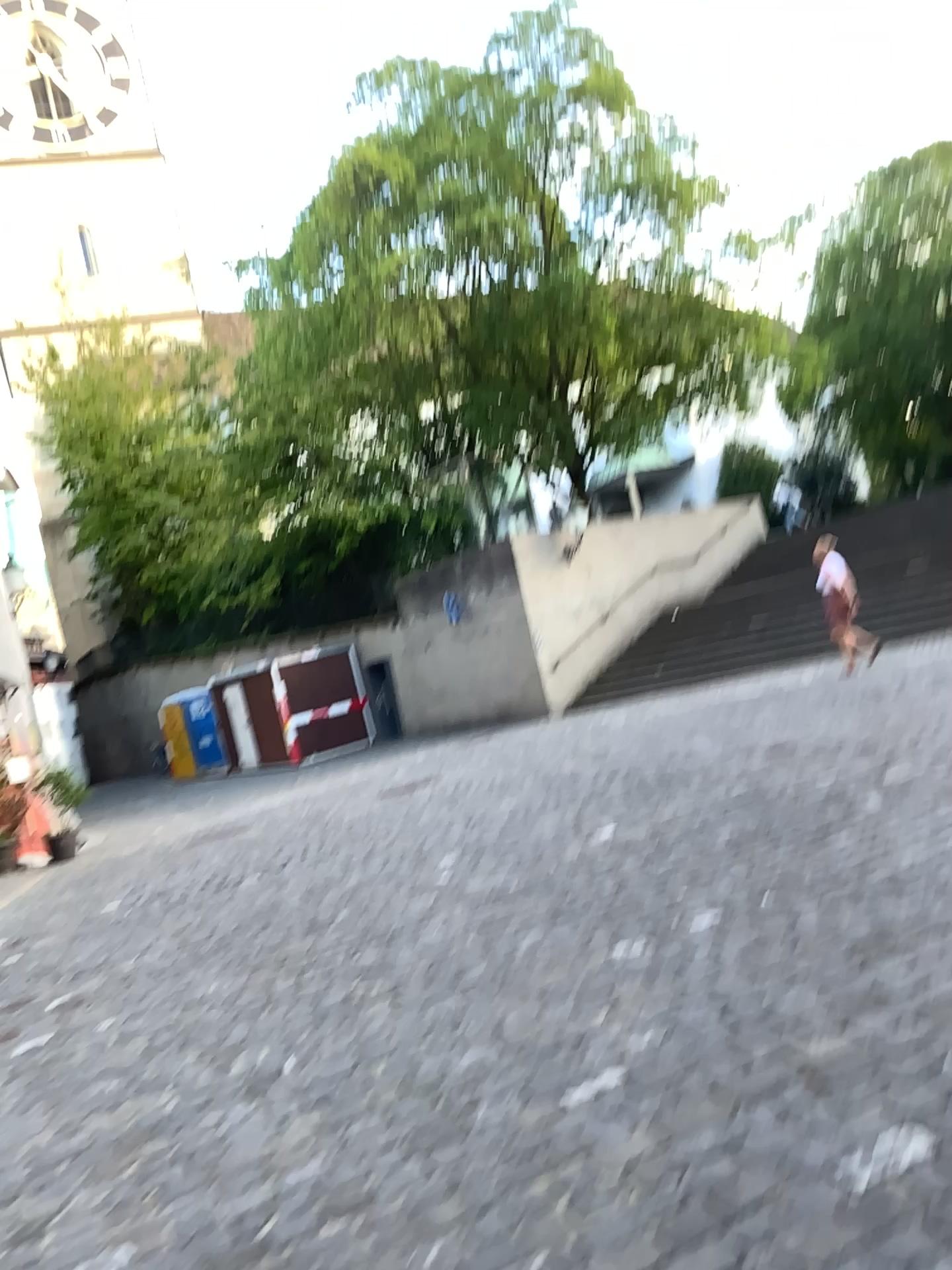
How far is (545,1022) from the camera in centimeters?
374cm
